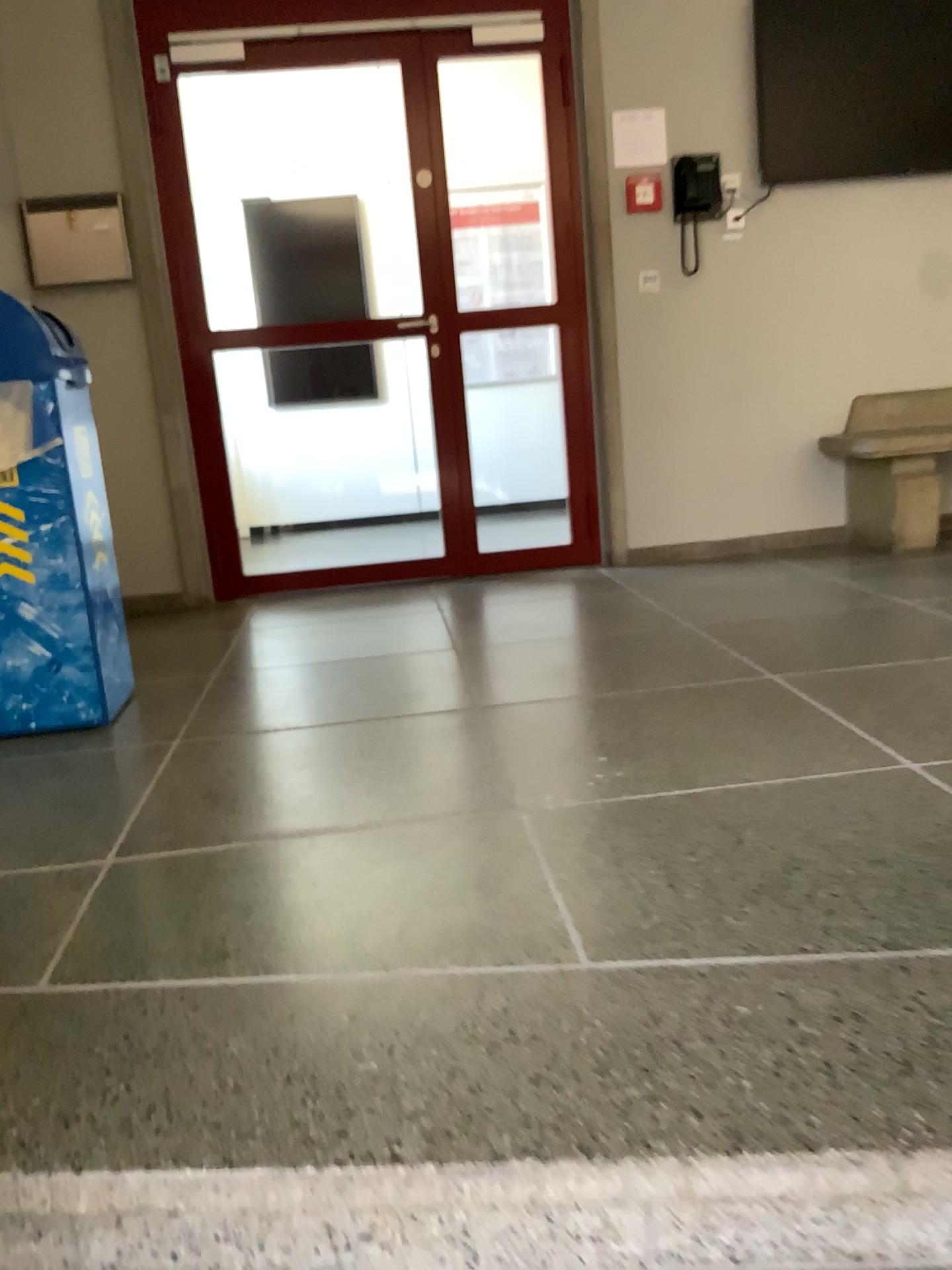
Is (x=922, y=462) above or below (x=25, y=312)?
below

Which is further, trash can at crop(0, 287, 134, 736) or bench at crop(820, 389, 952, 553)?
bench at crop(820, 389, 952, 553)

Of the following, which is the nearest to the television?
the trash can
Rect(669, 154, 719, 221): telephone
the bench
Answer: Rect(669, 154, 719, 221): telephone

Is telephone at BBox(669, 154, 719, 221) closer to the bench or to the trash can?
the bench

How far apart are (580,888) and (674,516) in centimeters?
318cm

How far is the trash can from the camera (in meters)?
2.54

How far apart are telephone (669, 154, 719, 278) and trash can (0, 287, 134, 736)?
2.6m

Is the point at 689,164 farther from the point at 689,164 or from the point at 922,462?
the point at 922,462

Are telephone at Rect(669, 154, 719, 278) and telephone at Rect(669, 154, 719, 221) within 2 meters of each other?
yes

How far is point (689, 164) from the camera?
4.3m
